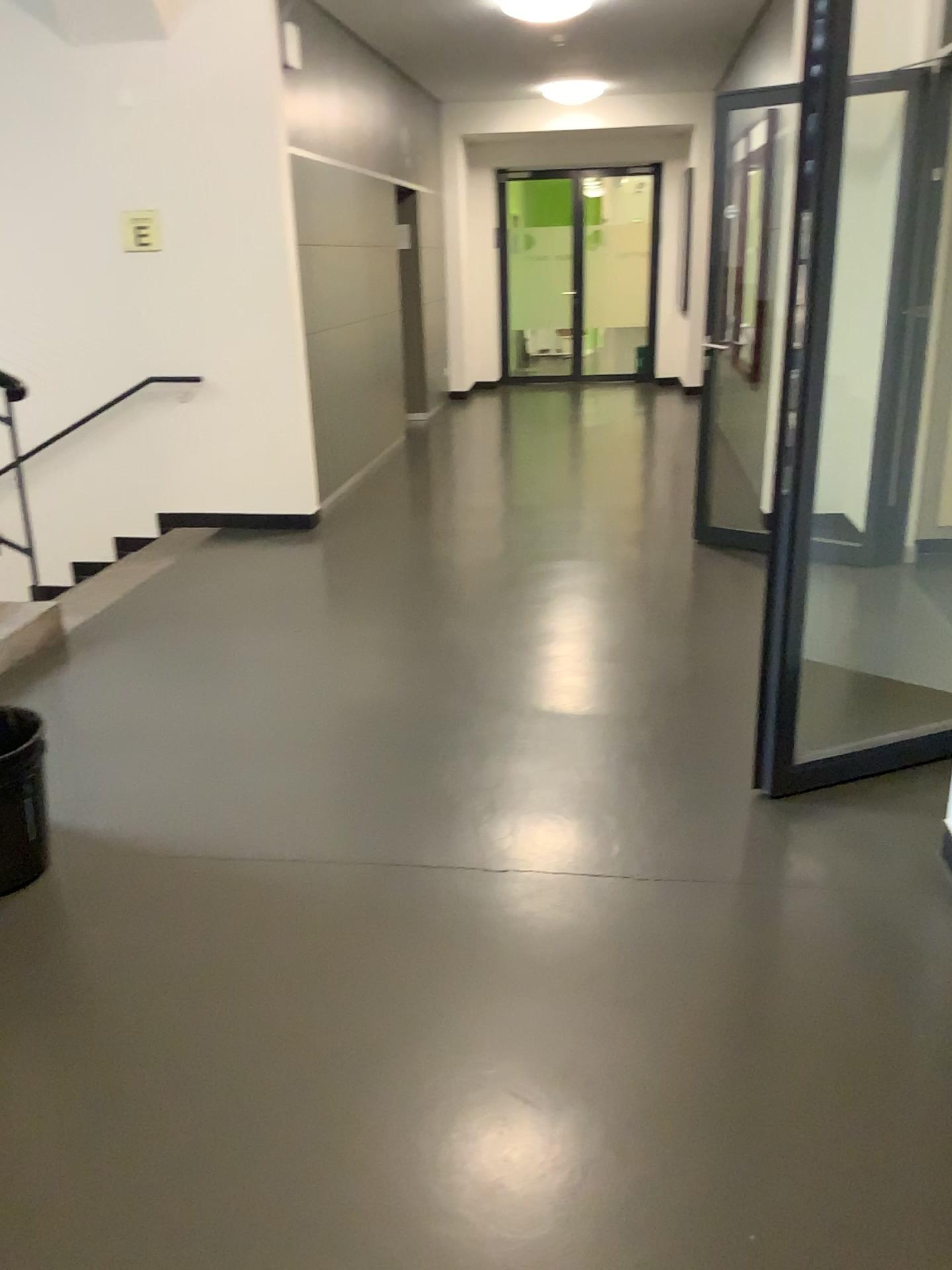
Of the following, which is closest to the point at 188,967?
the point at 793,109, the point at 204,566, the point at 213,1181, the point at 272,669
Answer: the point at 213,1181

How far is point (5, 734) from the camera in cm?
261

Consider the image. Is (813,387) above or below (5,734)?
above

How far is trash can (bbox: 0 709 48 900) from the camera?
2.6 meters
